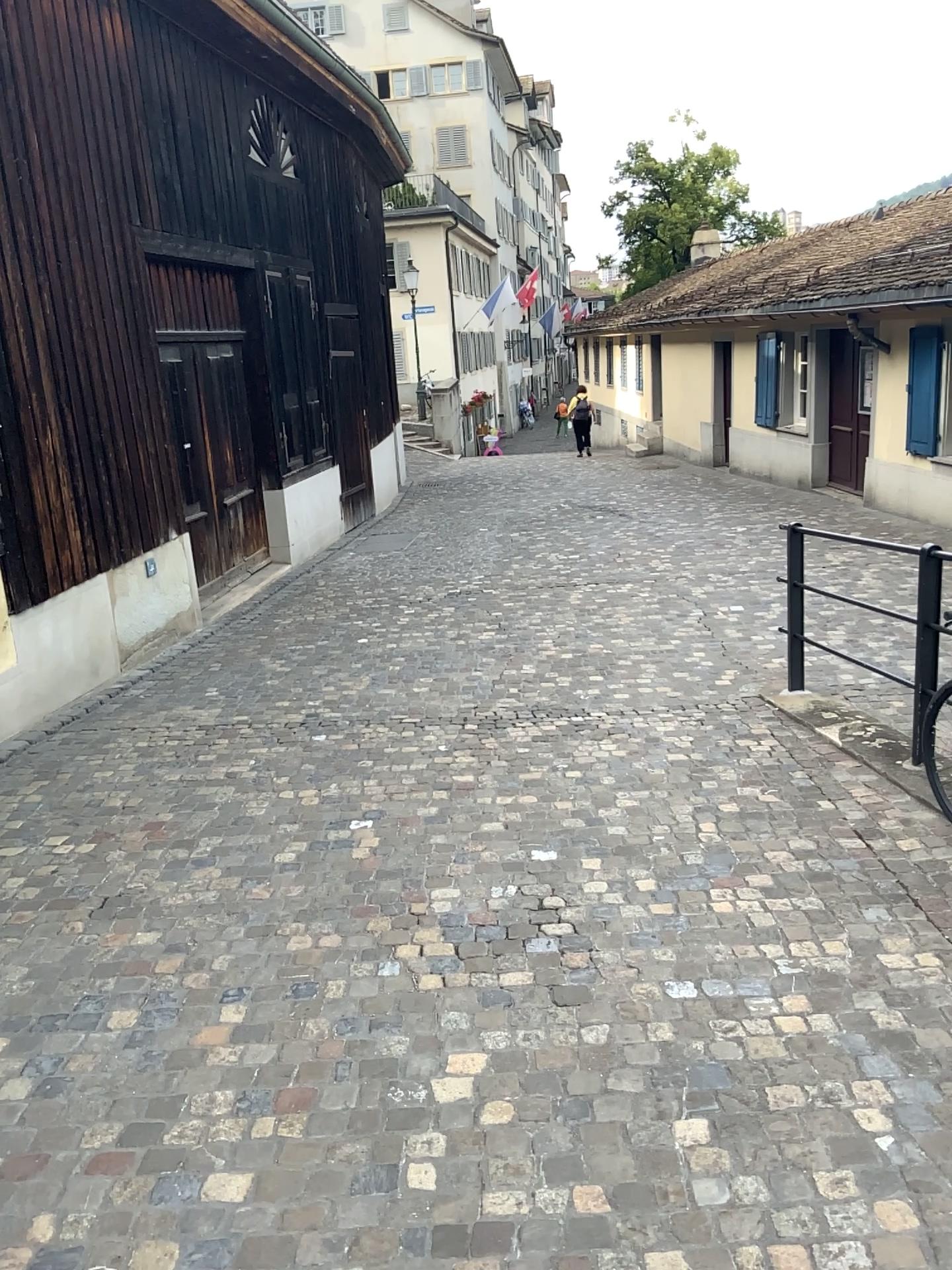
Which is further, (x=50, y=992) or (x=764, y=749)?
(x=764, y=749)
